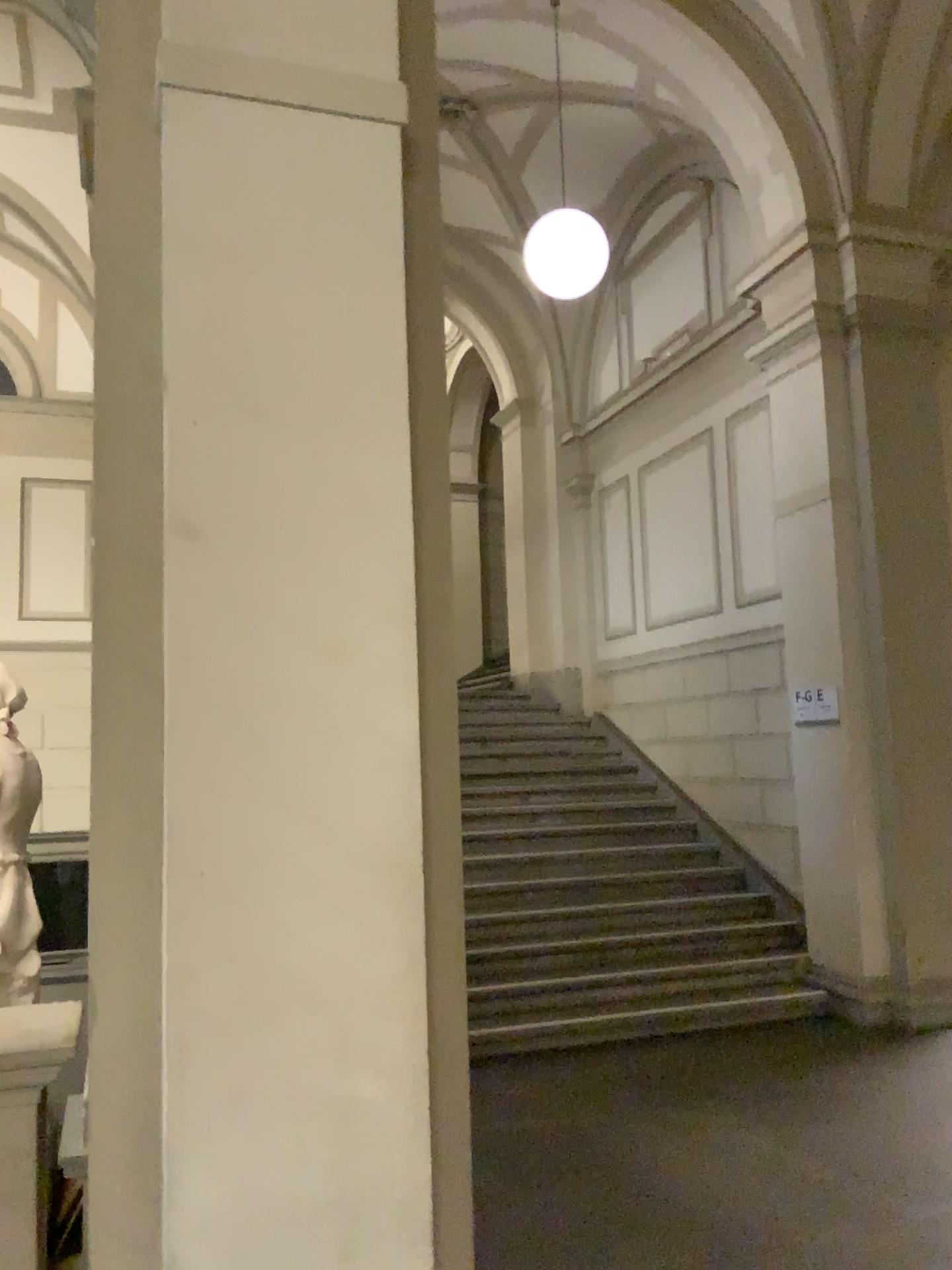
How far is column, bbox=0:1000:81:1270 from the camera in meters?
→ 2.2

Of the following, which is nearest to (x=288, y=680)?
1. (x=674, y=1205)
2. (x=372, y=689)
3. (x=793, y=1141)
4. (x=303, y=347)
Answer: (x=372, y=689)

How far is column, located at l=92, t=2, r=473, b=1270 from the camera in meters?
2.2 m

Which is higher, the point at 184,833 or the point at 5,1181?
the point at 184,833

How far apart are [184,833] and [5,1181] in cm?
85

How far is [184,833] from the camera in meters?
2.2
